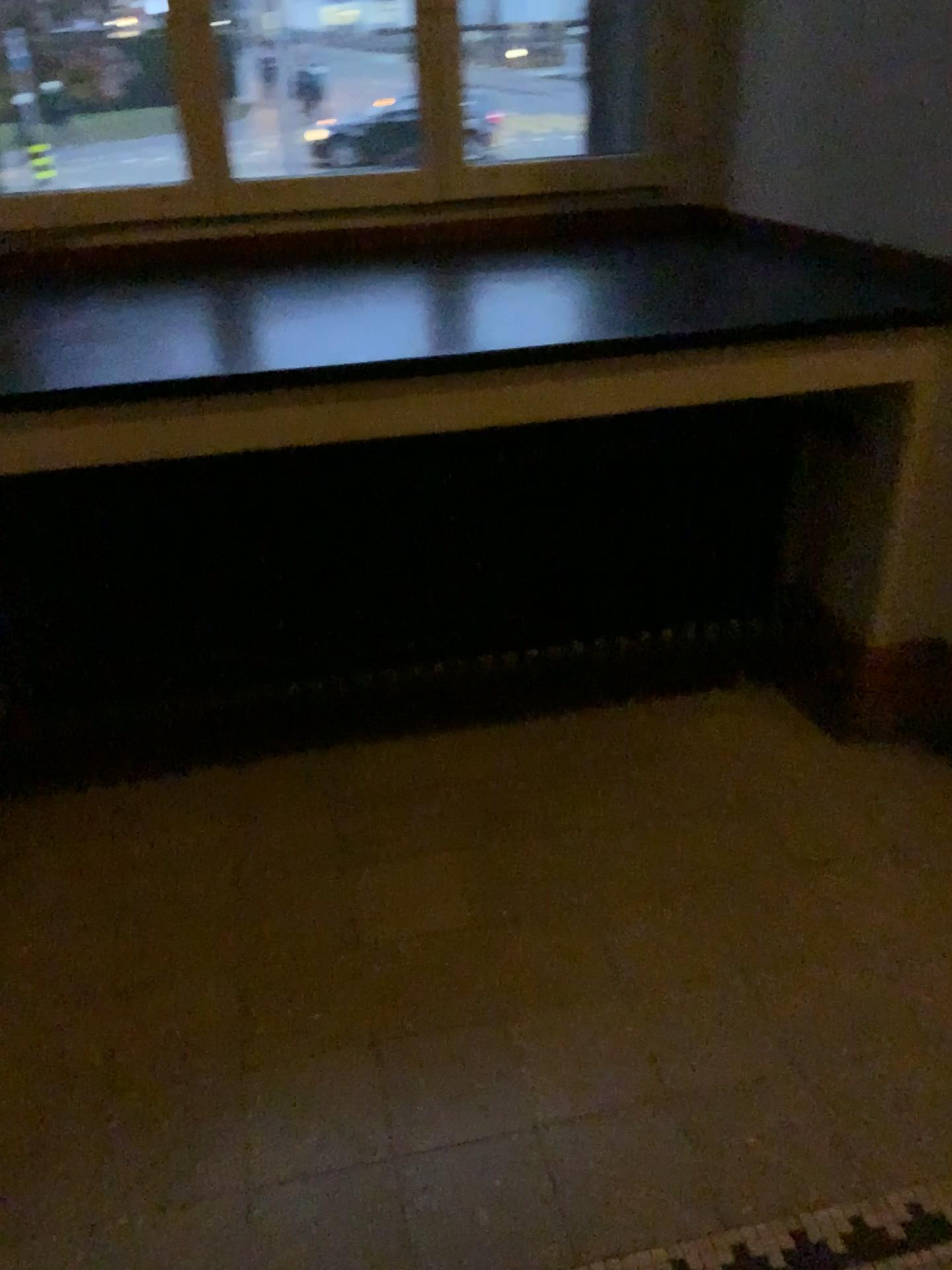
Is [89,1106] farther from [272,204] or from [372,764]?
[272,204]

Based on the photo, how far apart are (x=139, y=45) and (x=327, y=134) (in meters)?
0.44

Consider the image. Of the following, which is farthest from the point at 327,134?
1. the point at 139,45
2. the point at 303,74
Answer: the point at 139,45

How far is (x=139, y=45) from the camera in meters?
2.3

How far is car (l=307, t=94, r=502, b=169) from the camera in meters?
2.5

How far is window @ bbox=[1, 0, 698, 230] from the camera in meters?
2.3 m
